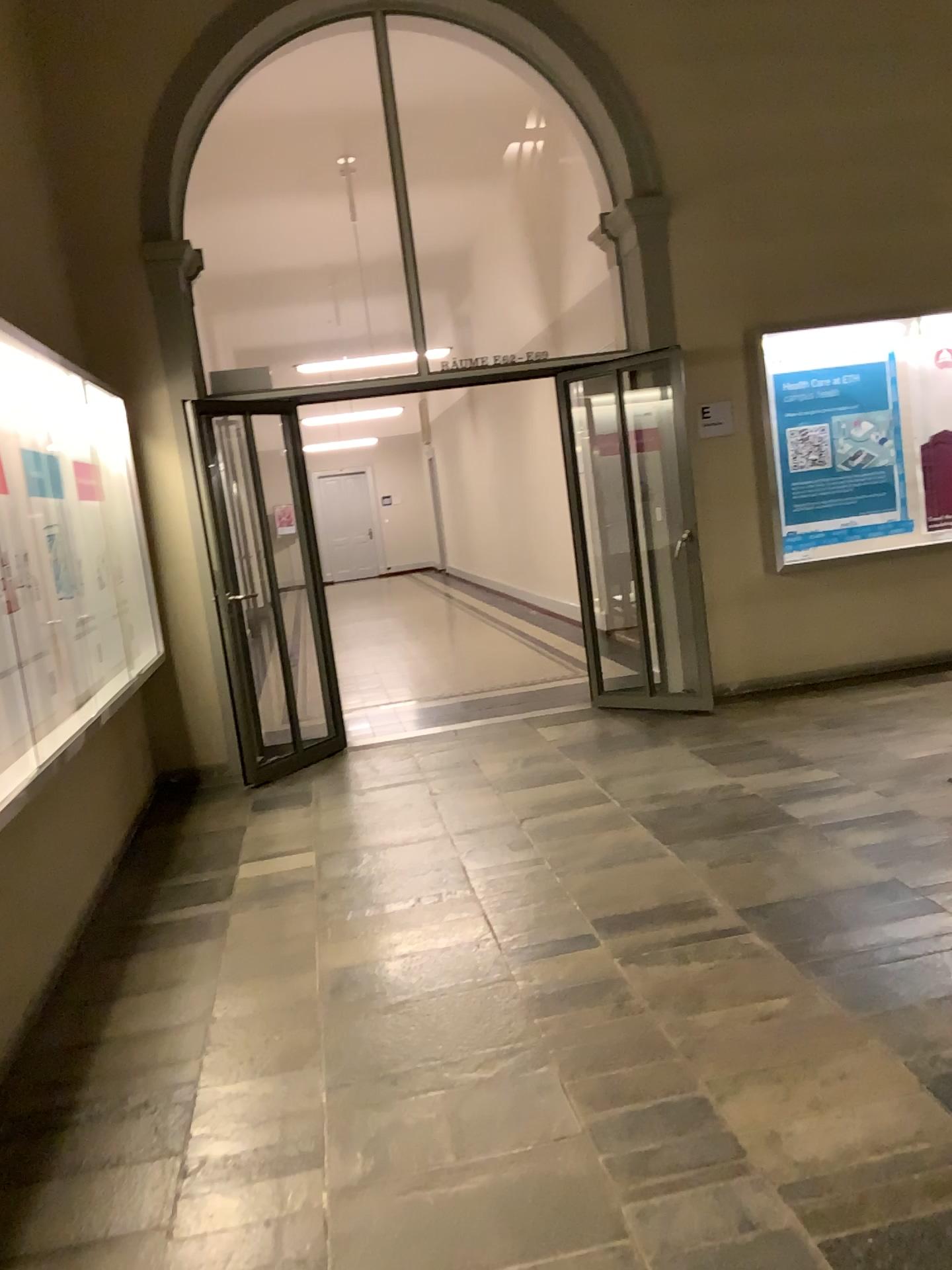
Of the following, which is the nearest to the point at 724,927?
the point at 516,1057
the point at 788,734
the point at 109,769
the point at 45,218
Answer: the point at 516,1057
